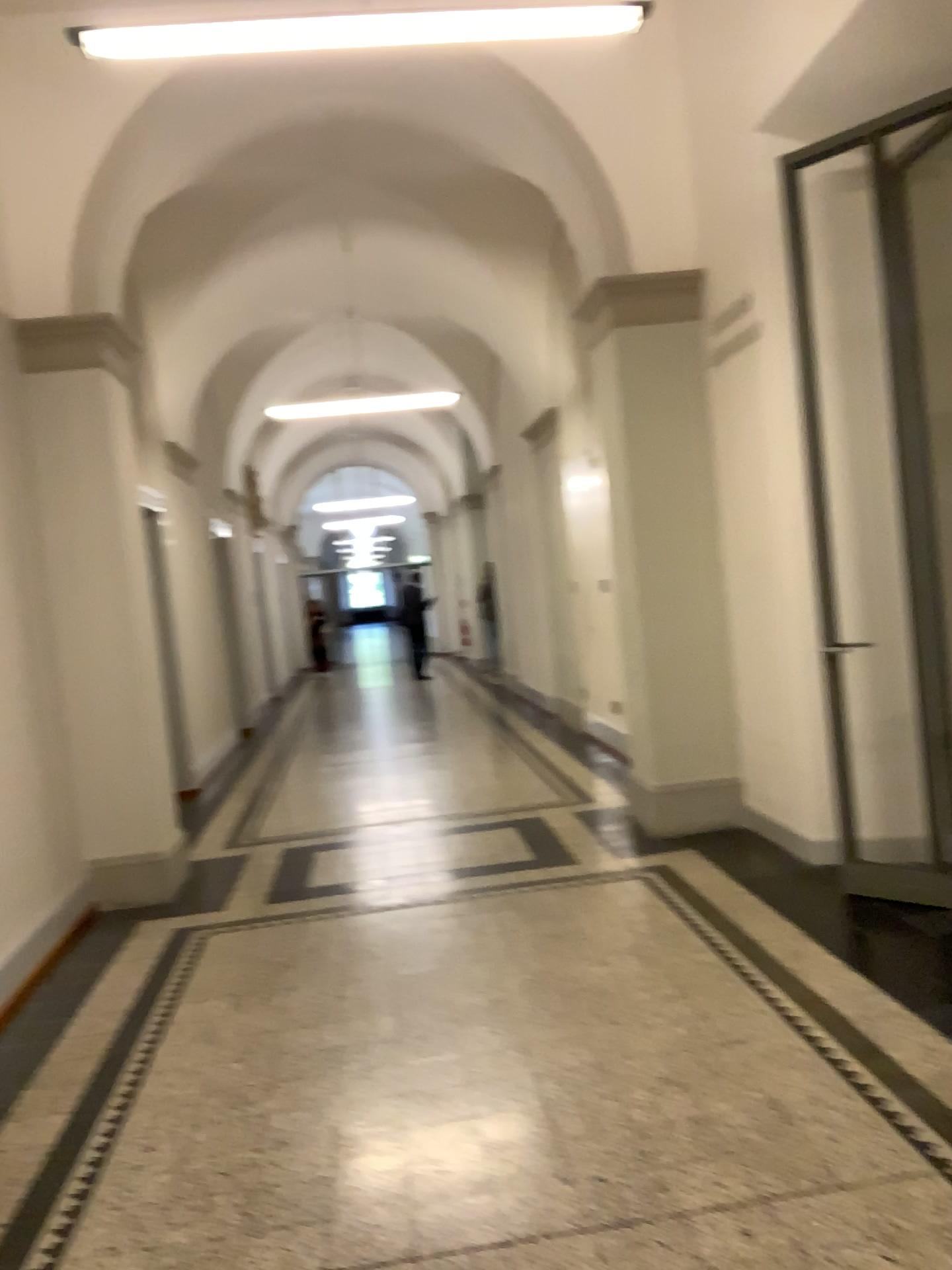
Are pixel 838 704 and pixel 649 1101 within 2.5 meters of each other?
yes
